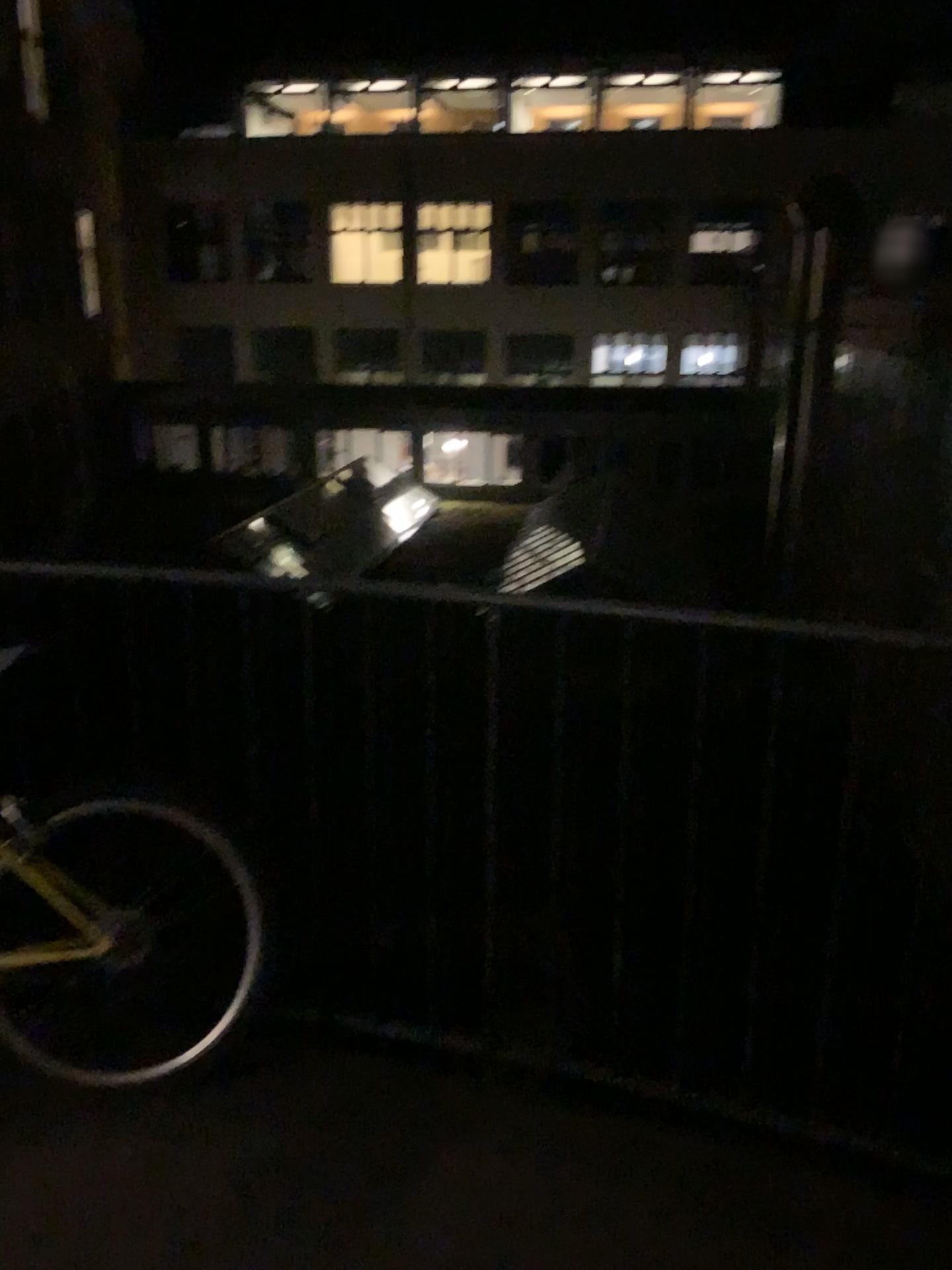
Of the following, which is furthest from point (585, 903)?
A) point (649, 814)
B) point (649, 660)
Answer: point (649, 660)
